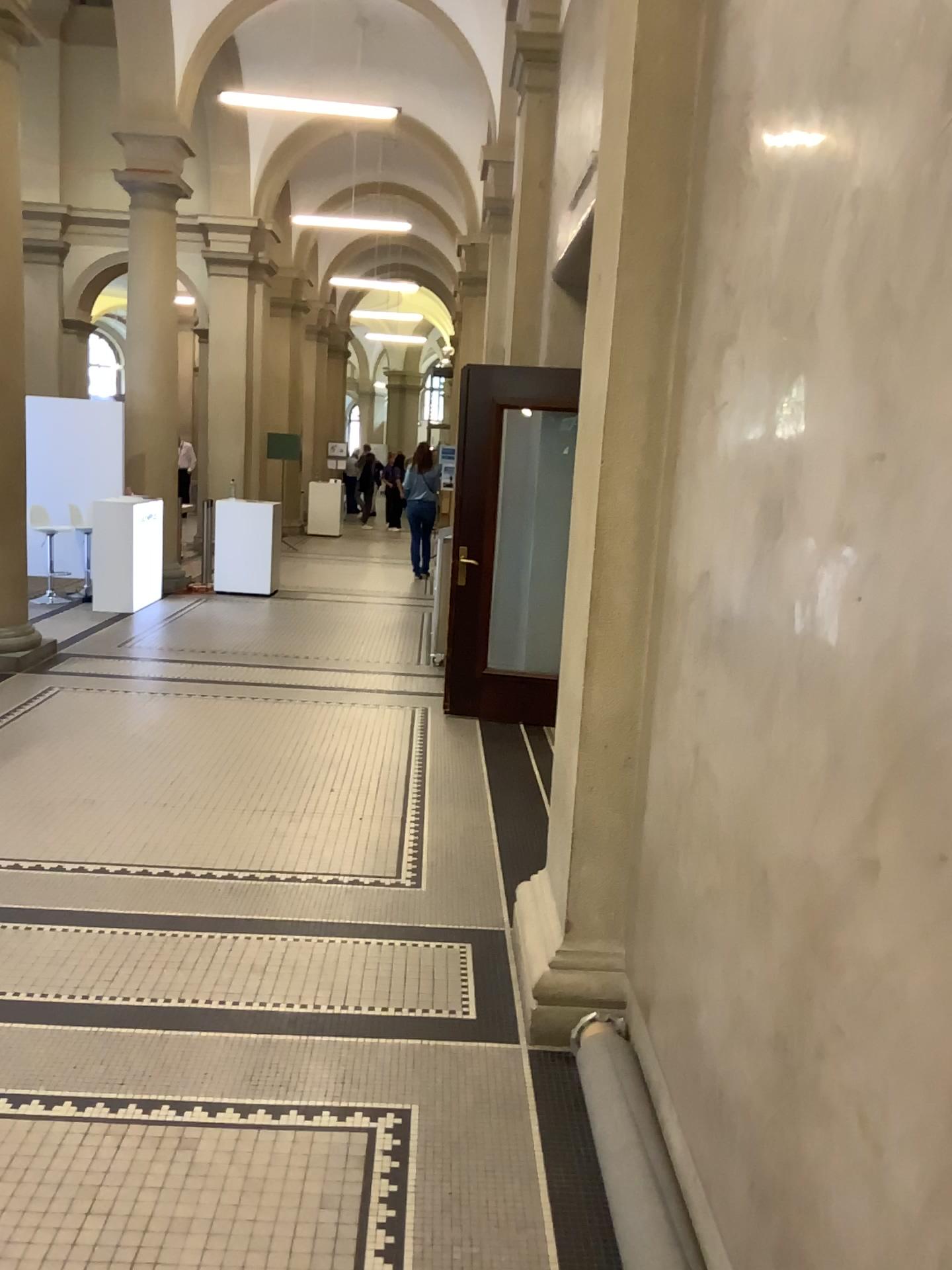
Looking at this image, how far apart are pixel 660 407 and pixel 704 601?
0.7m
